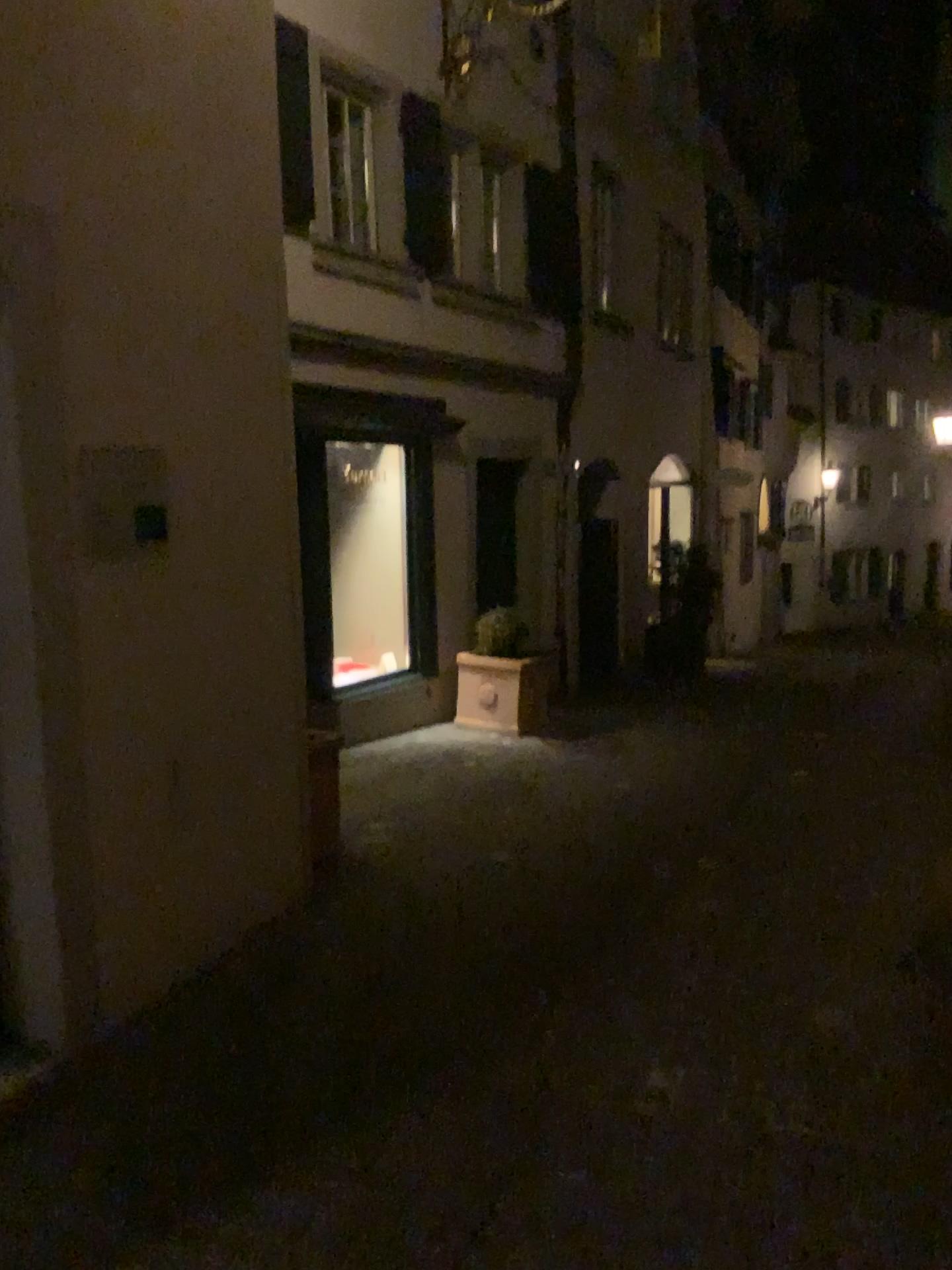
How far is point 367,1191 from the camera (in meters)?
2.52
